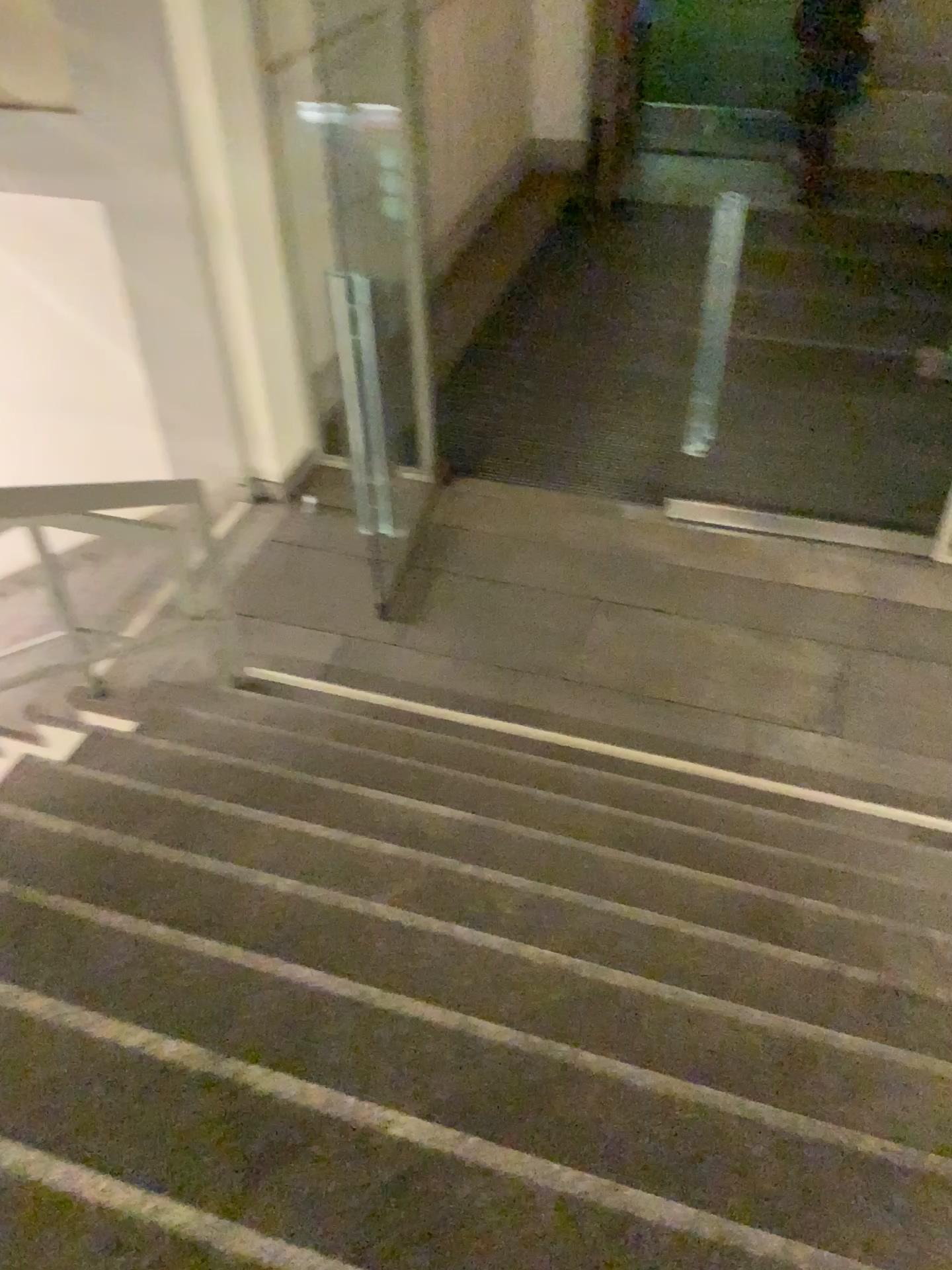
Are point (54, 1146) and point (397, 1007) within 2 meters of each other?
yes

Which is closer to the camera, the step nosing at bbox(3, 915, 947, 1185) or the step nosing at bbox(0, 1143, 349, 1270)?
the step nosing at bbox(0, 1143, 349, 1270)

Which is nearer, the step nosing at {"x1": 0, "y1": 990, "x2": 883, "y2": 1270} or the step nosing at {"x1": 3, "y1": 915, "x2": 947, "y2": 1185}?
the step nosing at {"x1": 0, "y1": 990, "x2": 883, "y2": 1270}

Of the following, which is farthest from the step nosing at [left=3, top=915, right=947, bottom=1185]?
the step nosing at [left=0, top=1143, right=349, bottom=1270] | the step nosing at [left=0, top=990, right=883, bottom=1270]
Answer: the step nosing at [left=0, top=1143, right=349, bottom=1270]

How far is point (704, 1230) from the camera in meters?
1.6 m

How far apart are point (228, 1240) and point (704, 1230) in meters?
0.7 m

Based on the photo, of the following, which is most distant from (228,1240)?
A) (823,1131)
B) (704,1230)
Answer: (823,1131)

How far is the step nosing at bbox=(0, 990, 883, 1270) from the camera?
1.6m

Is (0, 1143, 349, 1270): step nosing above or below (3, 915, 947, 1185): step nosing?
above

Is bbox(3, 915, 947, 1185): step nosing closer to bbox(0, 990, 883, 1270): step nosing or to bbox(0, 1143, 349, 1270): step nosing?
bbox(0, 990, 883, 1270): step nosing
